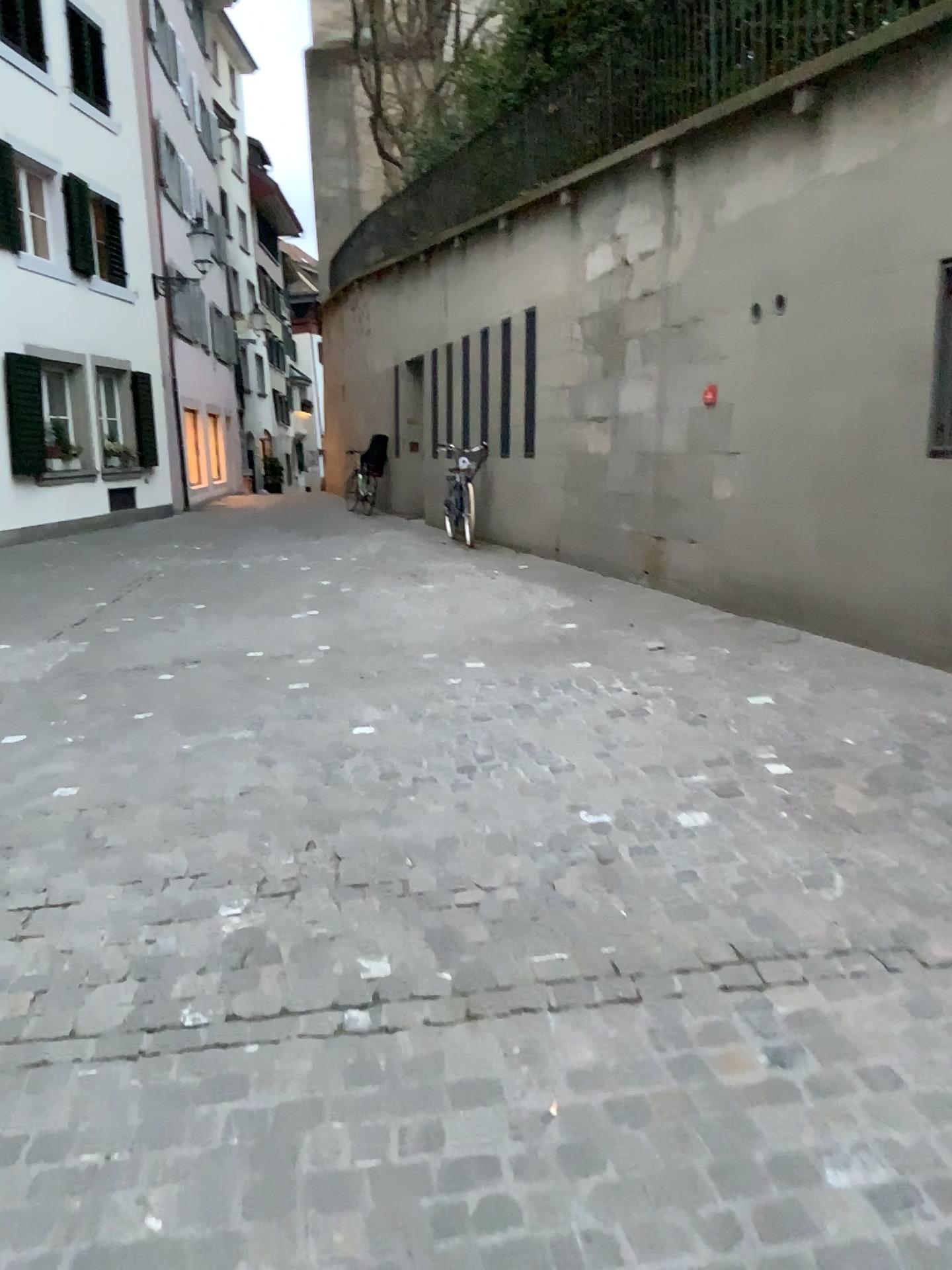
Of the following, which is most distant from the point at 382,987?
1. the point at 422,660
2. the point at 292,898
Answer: the point at 422,660
